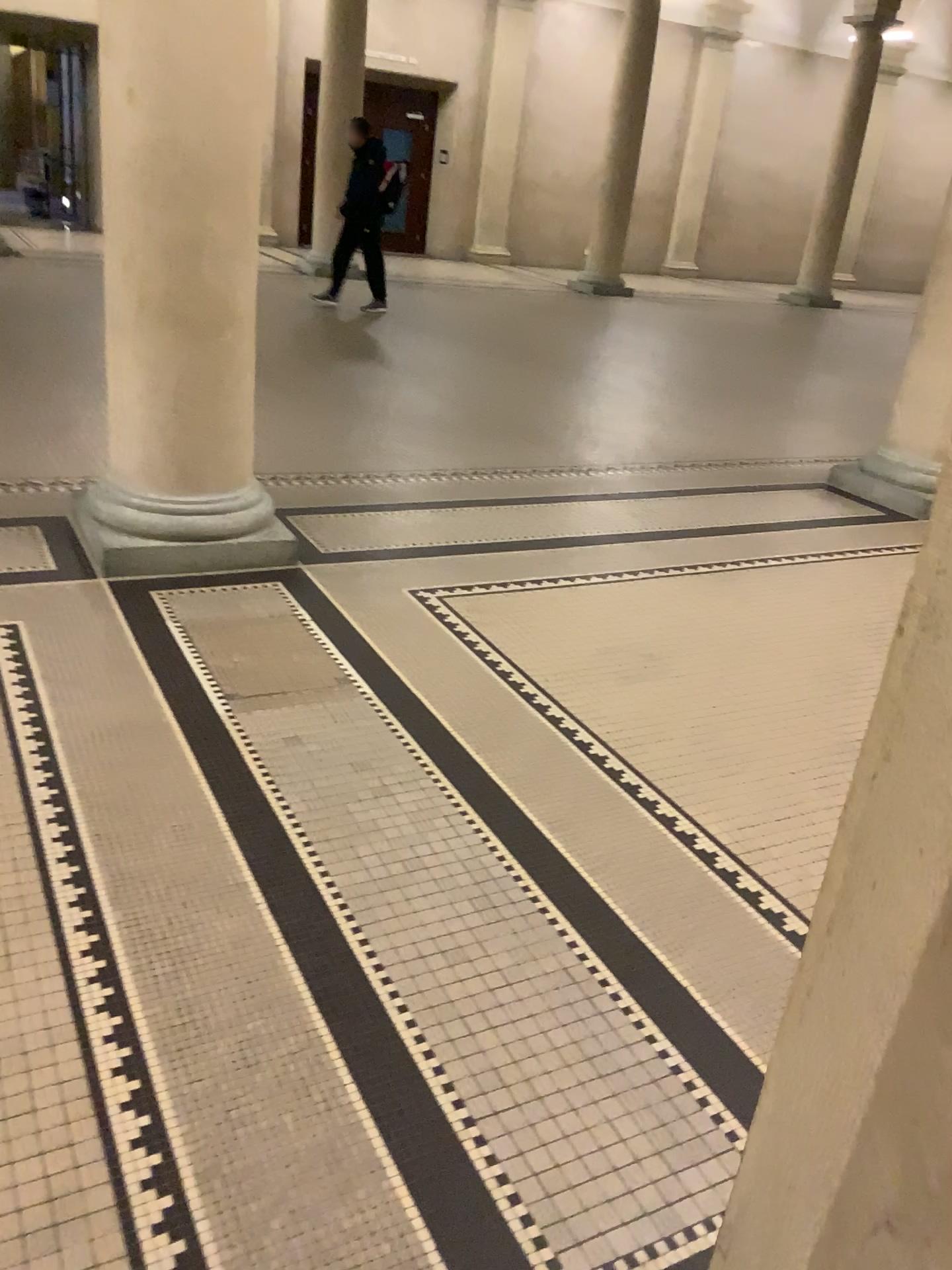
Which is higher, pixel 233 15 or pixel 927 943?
pixel 233 15

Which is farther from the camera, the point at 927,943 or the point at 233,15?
the point at 233,15

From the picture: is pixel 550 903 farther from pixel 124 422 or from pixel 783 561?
Answer: pixel 783 561

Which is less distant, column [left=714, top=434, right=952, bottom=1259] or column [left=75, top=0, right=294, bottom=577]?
column [left=714, top=434, right=952, bottom=1259]
